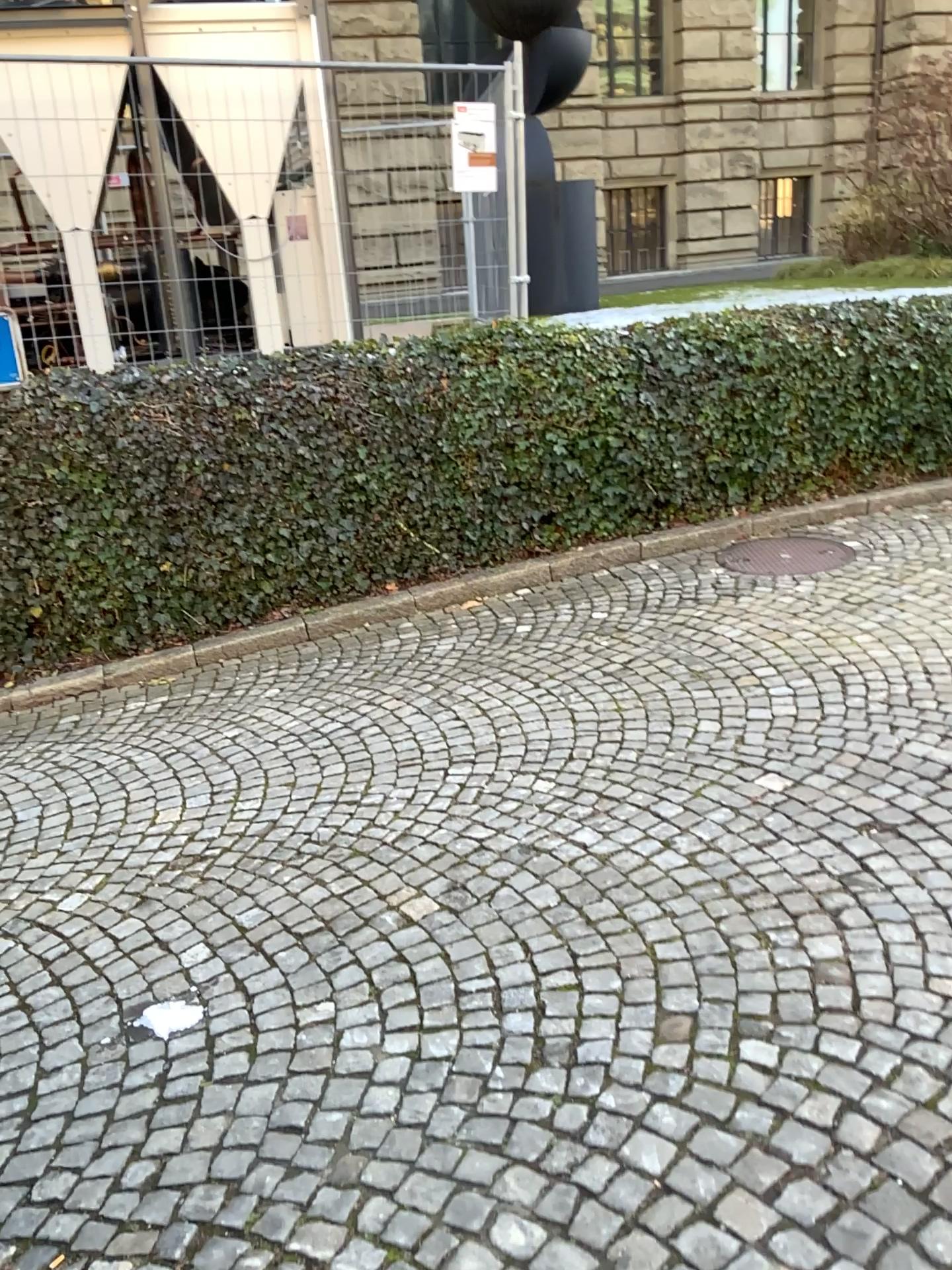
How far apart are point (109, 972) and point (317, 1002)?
0.7m
